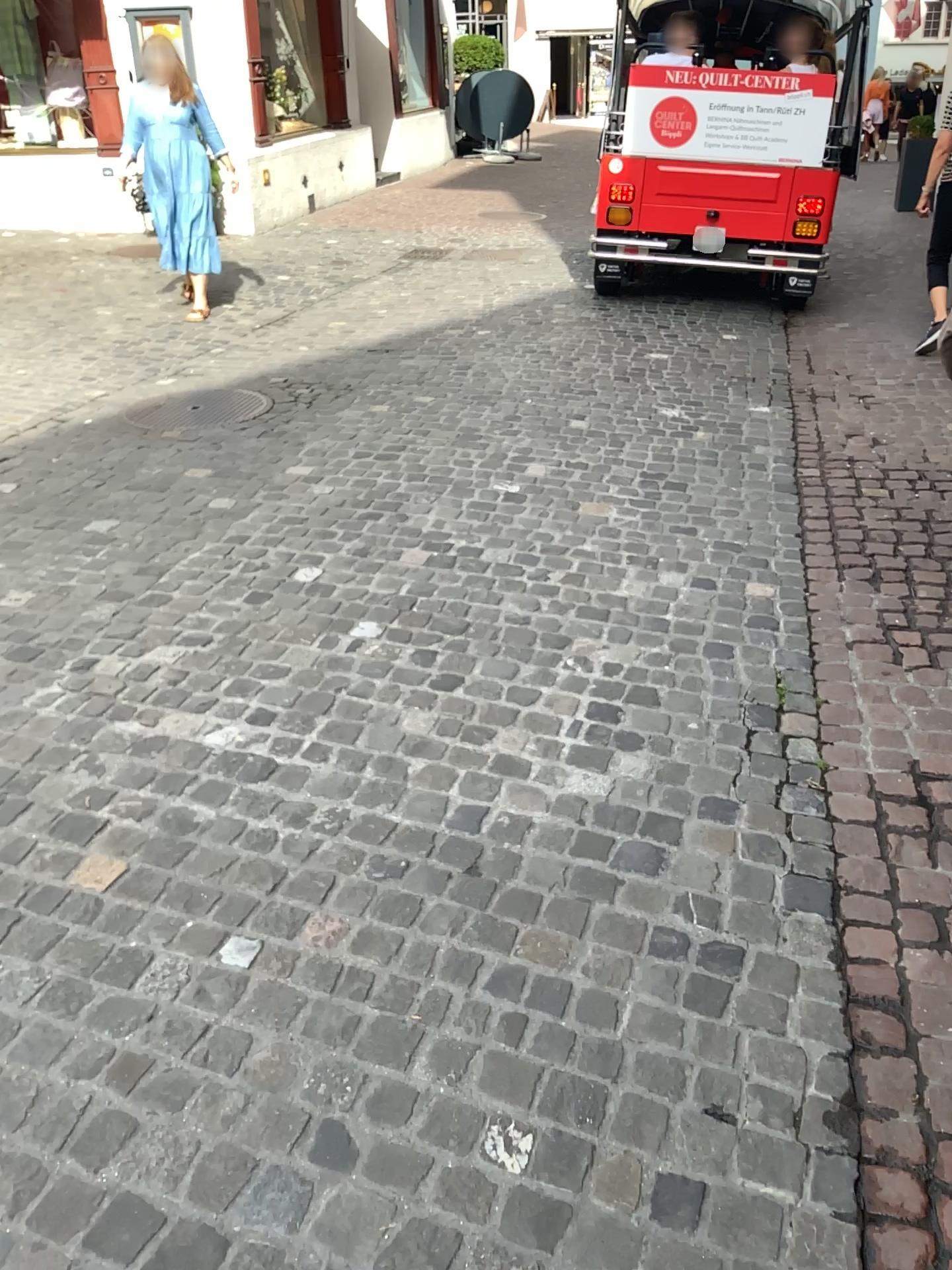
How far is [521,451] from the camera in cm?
447

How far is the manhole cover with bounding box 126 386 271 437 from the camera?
4.9m

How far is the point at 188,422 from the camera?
4.9m
